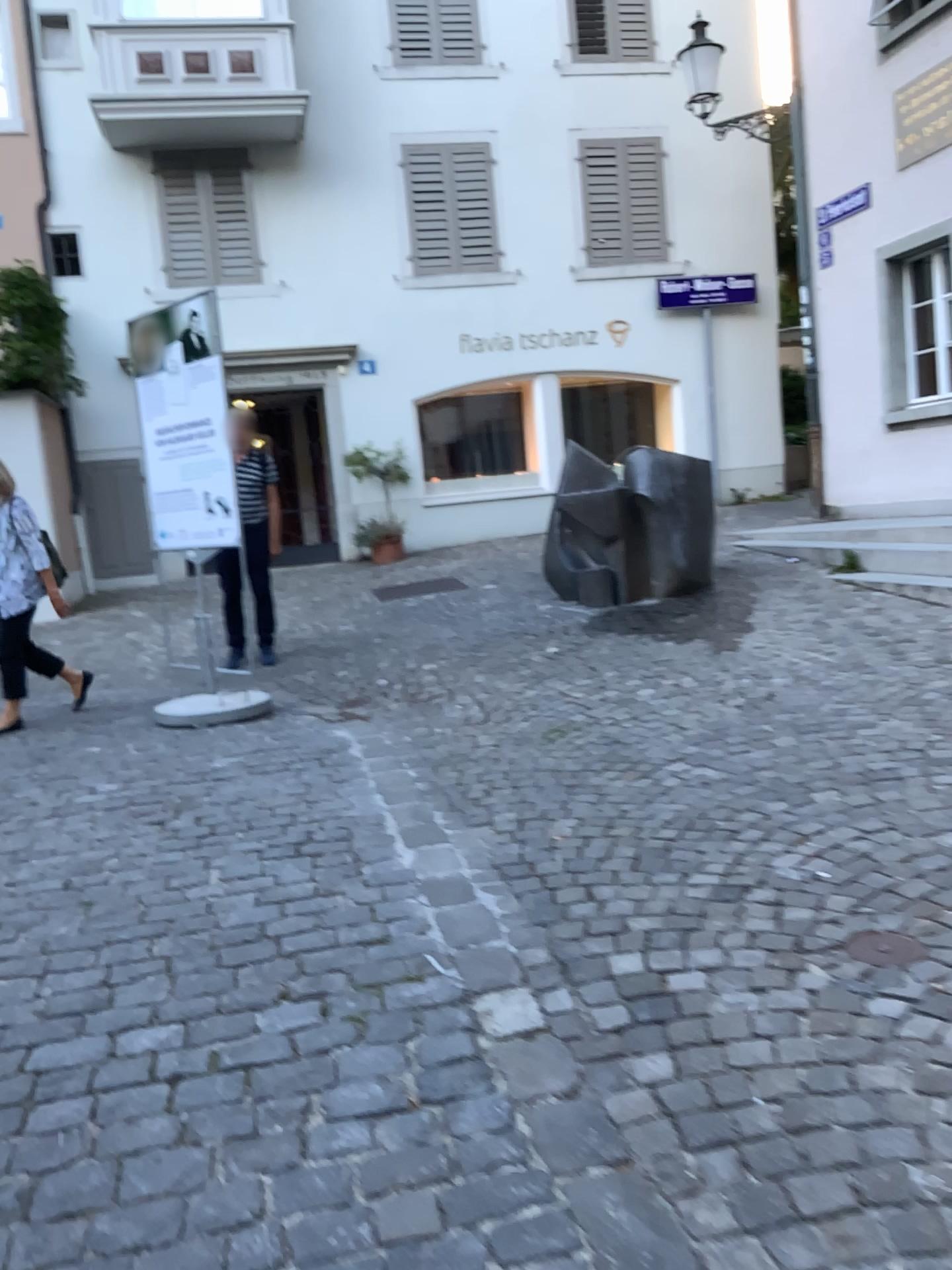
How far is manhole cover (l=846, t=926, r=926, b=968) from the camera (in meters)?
2.50

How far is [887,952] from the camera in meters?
2.5

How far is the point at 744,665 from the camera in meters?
5.6
